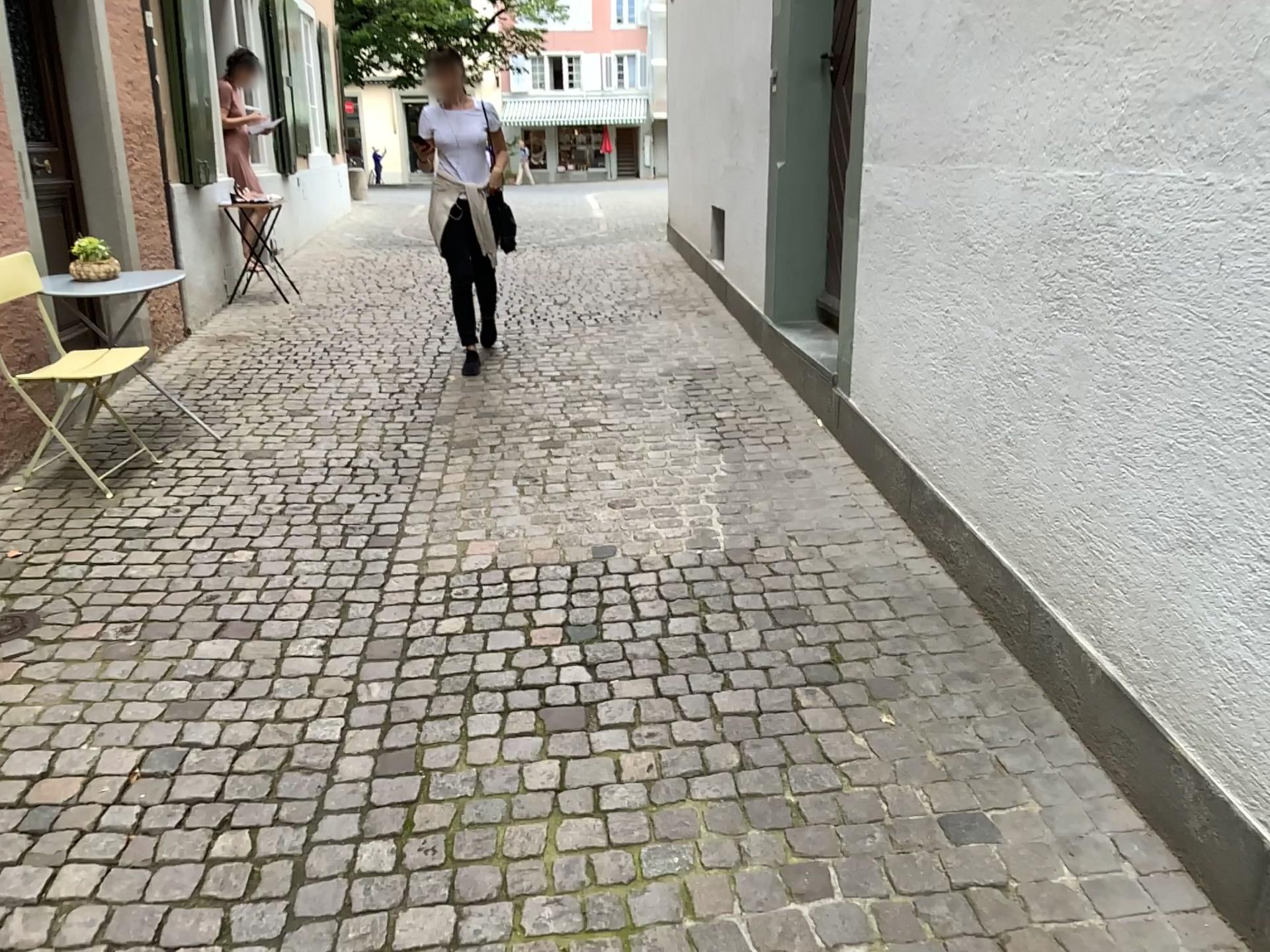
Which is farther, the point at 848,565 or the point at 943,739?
the point at 848,565
